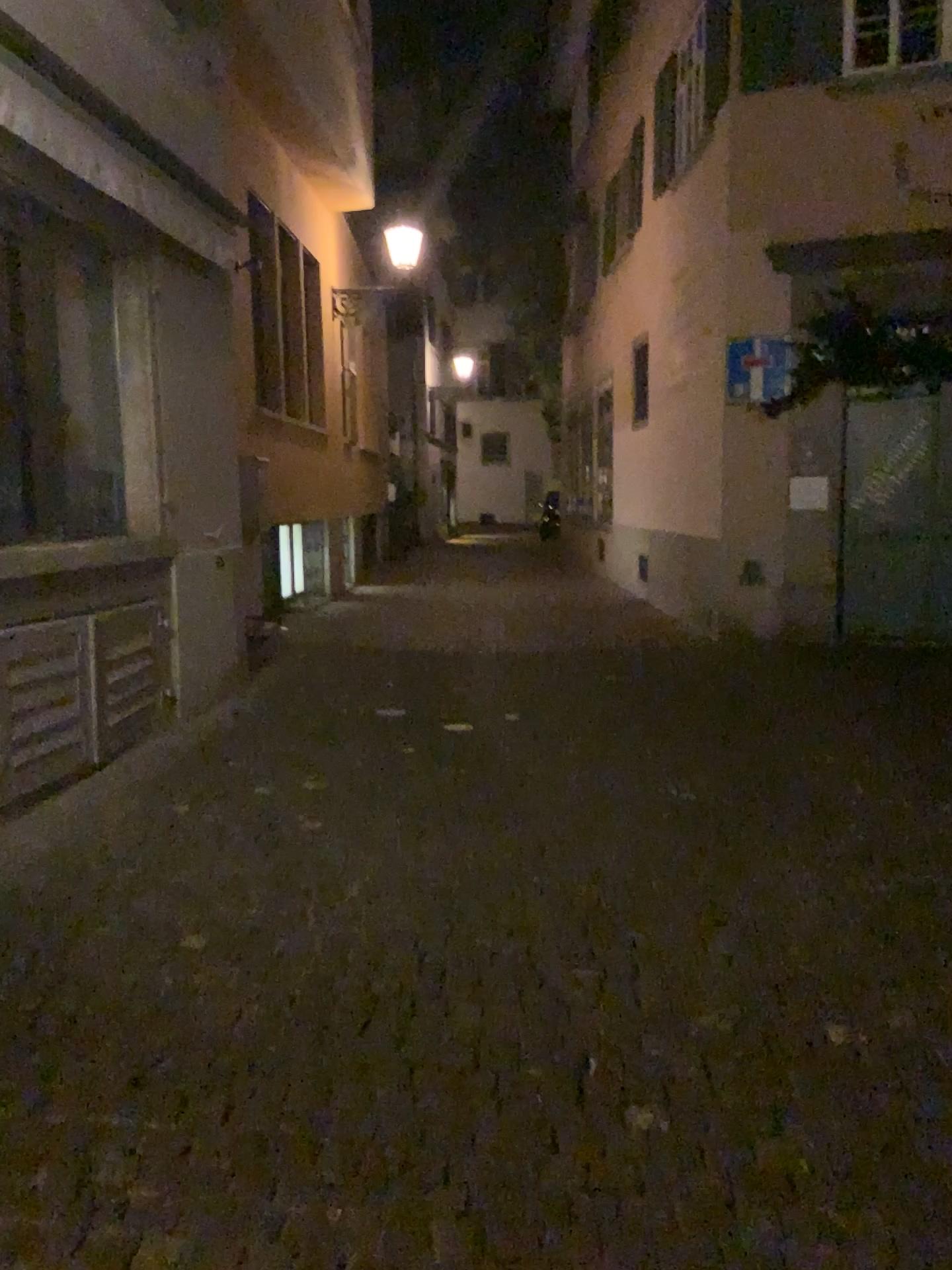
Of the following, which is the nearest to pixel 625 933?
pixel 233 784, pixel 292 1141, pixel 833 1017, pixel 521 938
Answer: pixel 521 938
